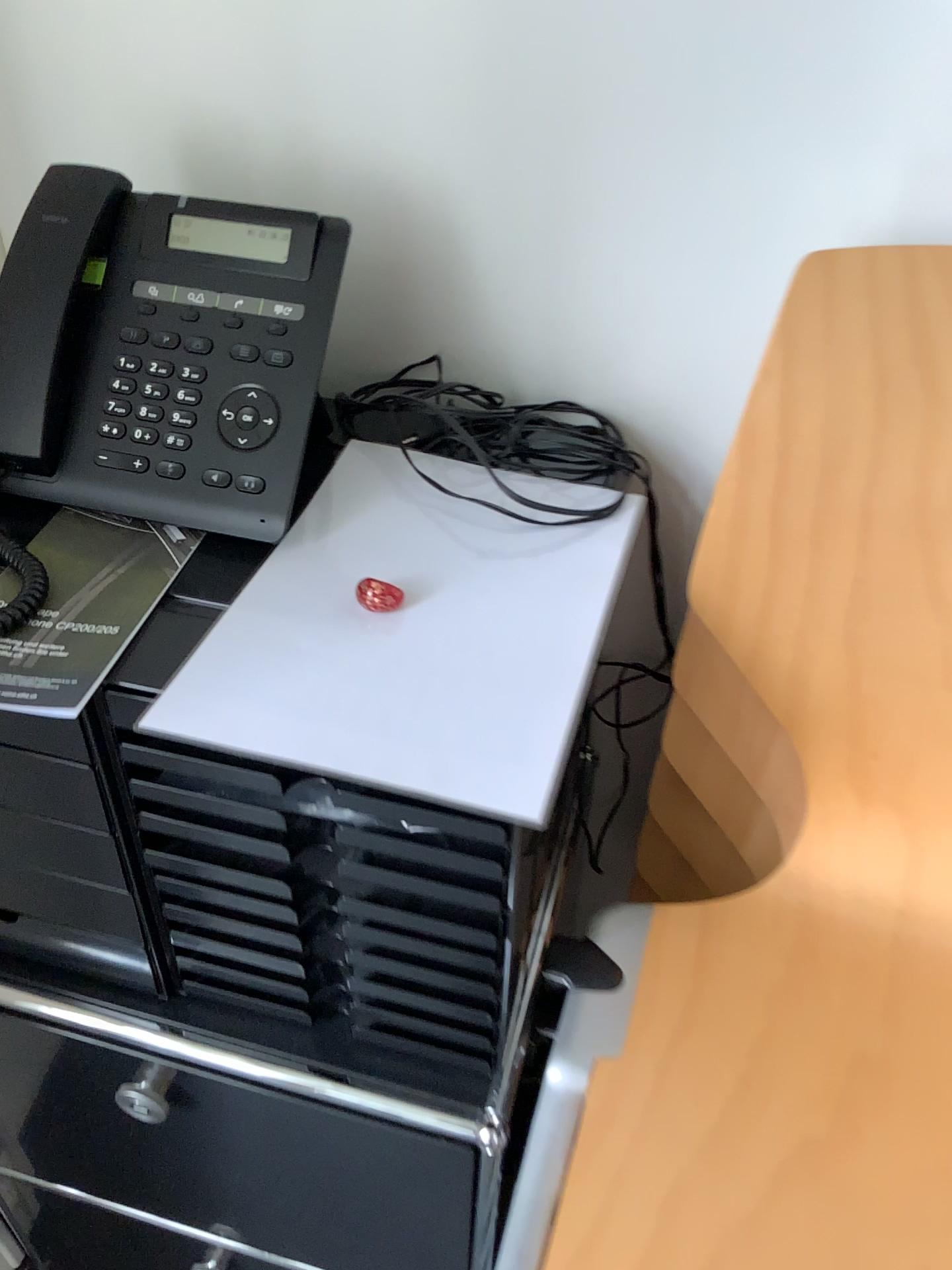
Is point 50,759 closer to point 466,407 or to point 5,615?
point 5,615

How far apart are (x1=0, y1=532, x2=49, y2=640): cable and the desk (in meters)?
0.41

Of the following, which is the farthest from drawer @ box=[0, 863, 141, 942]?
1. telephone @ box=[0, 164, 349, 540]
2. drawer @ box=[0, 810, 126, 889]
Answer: telephone @ box=[0, 164, 349, 540]

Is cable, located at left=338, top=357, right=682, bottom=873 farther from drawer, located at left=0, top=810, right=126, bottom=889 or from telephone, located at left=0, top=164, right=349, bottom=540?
drawer, located at left=0, top=810, right=126, bottom=889

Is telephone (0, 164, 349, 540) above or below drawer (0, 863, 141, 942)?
above

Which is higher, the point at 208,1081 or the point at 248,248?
the point at 248,248

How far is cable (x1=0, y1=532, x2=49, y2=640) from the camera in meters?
0.6

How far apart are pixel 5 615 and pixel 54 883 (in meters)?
0.26

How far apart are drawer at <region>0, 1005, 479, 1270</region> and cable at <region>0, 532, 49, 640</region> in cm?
35

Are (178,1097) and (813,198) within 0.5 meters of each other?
no
